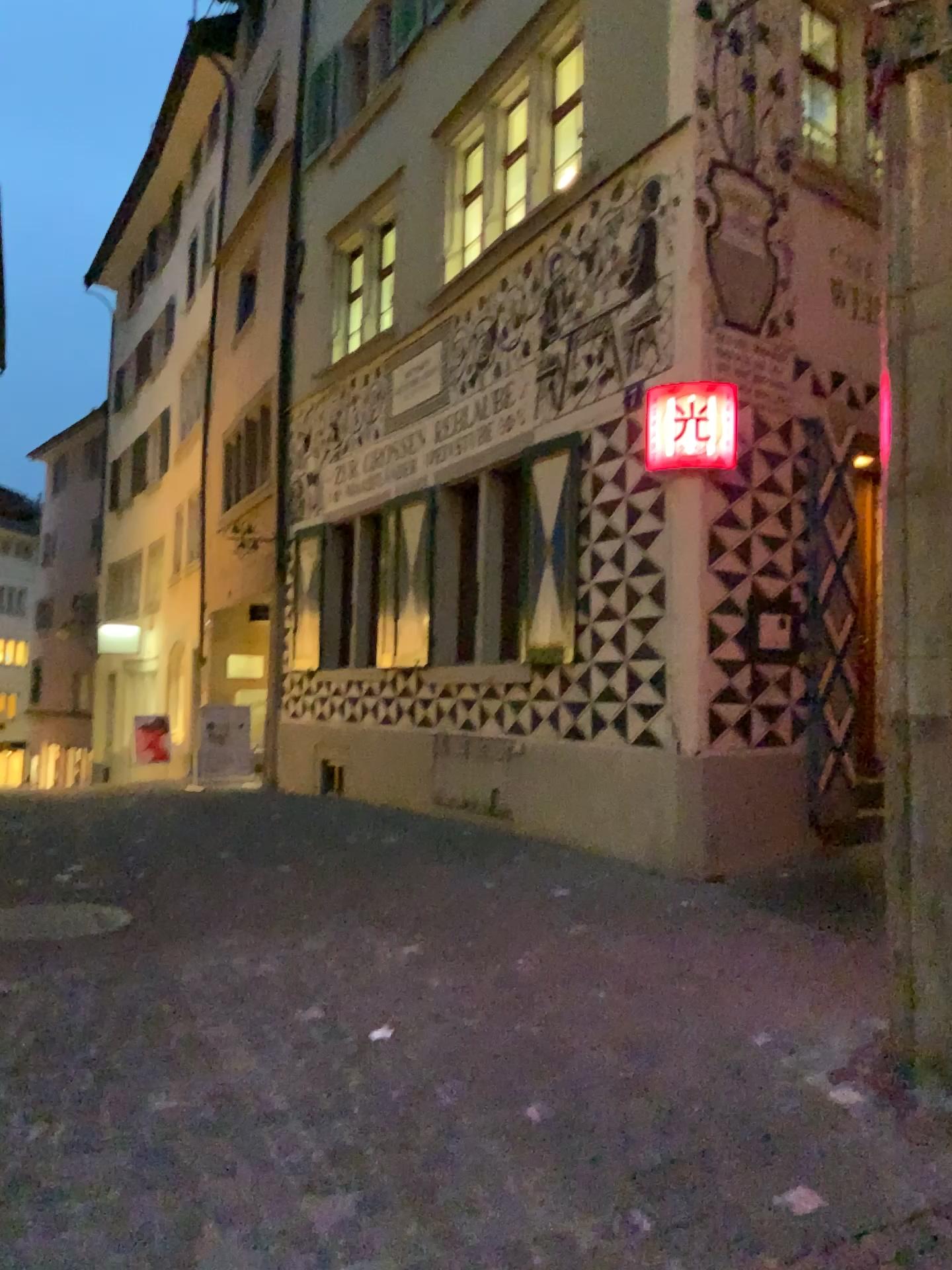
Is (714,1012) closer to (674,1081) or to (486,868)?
(674,1081)

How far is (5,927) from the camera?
4.4m

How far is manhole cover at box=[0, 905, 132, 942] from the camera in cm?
442
